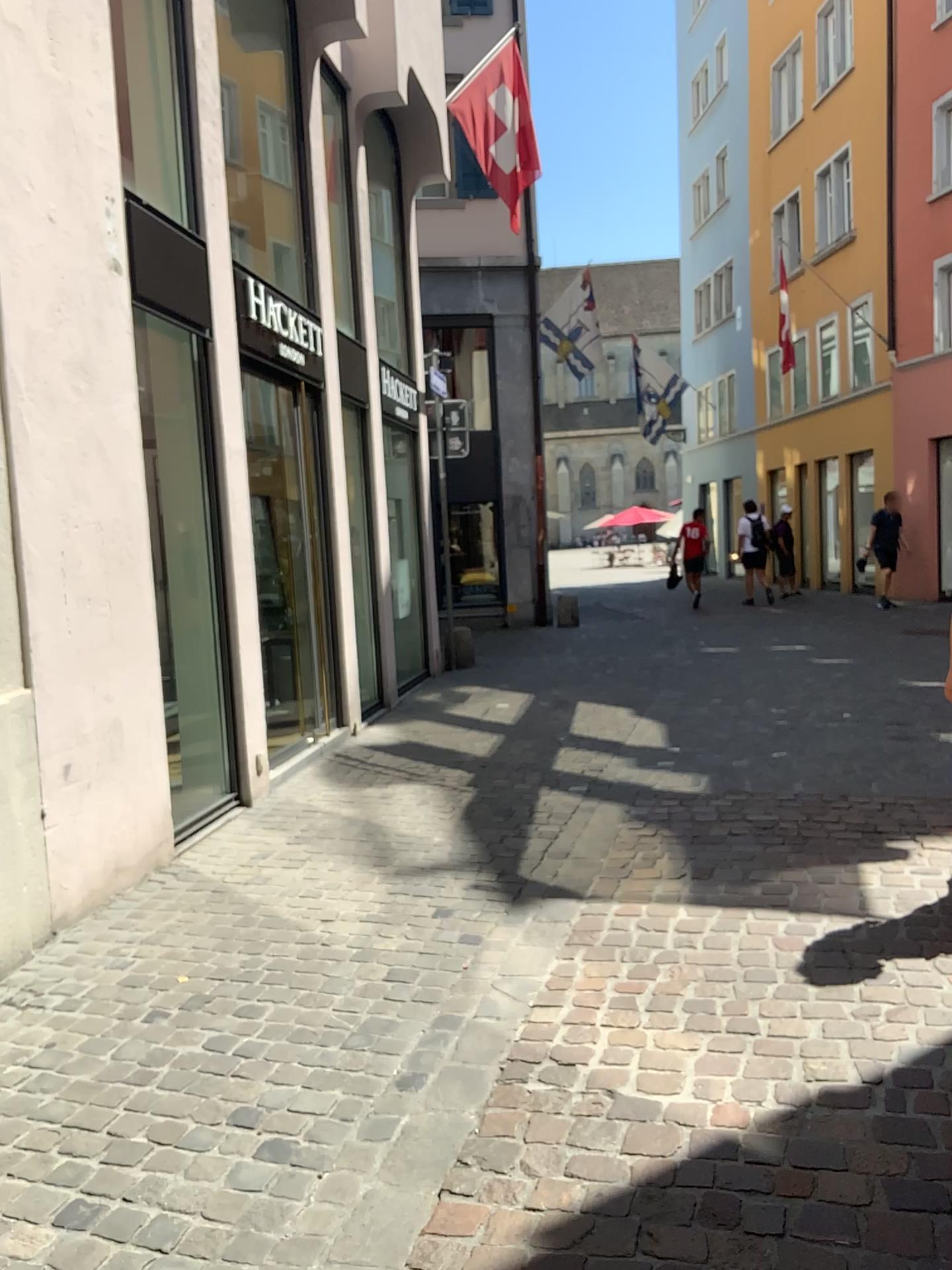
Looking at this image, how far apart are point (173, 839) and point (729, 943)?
2.6 meters
